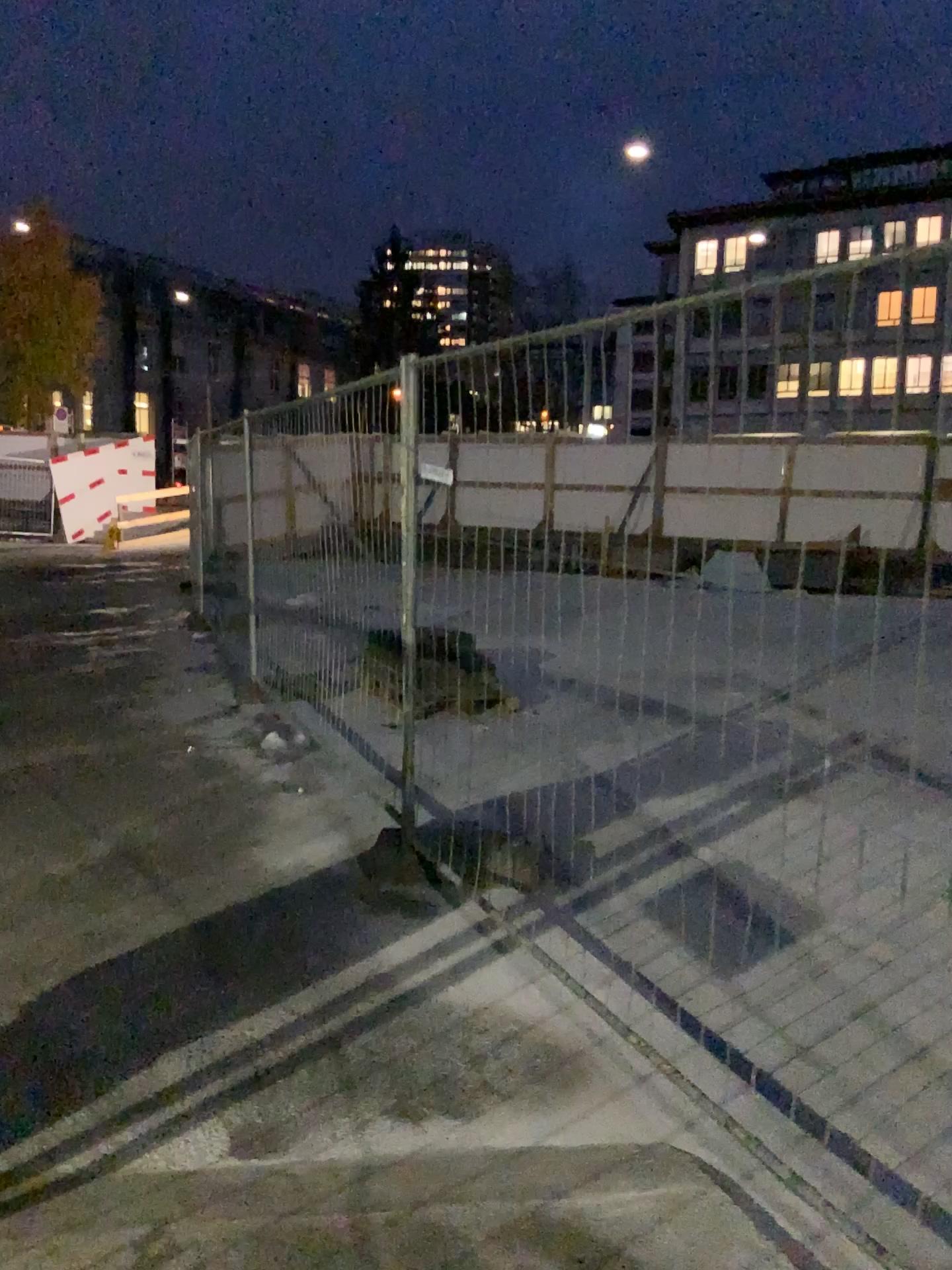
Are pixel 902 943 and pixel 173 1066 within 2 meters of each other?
no
